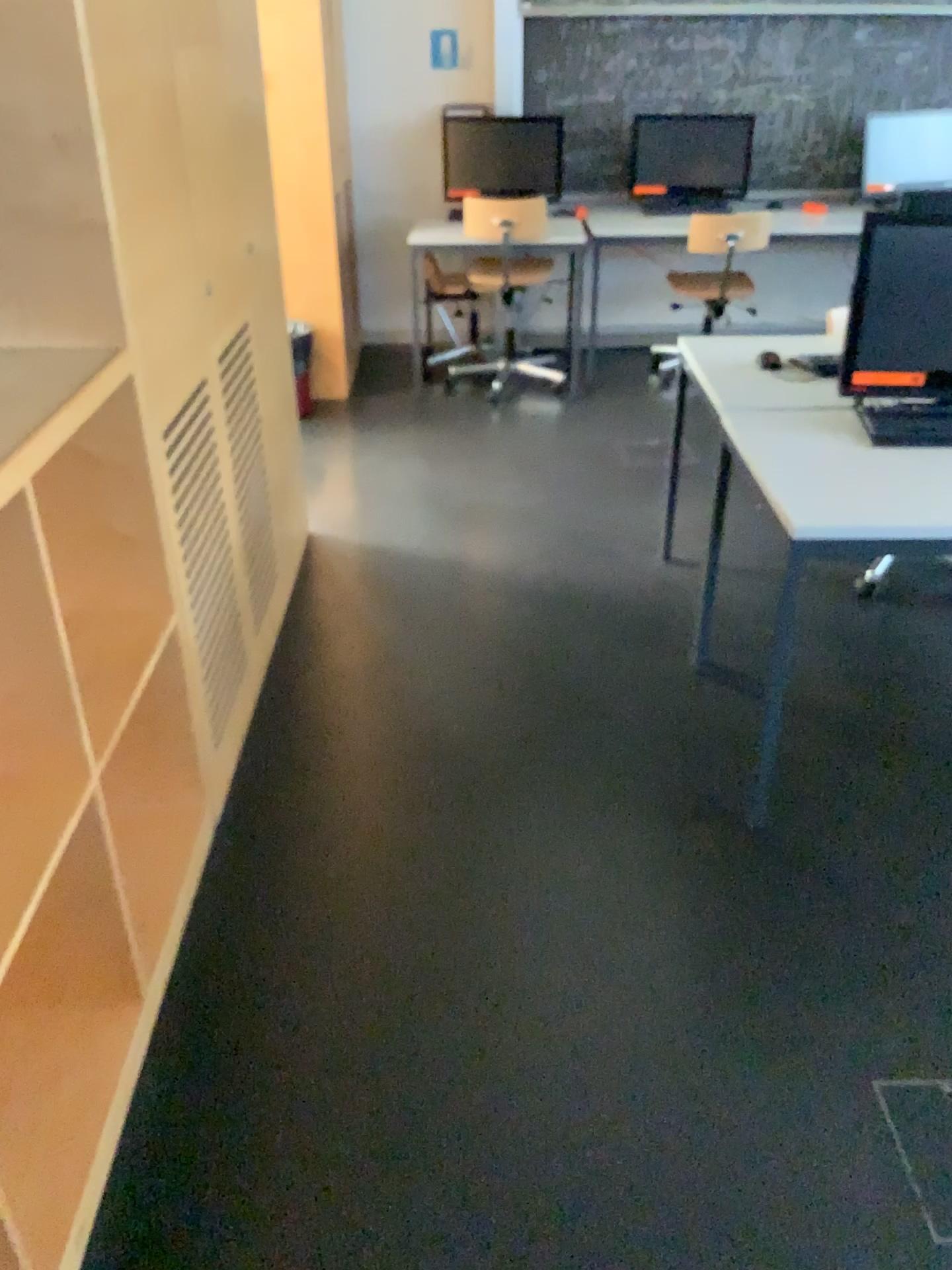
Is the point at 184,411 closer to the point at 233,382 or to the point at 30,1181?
the point at 233,382

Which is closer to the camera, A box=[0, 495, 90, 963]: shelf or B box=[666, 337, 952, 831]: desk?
A box=[0, 495, 90, 963]: shelf

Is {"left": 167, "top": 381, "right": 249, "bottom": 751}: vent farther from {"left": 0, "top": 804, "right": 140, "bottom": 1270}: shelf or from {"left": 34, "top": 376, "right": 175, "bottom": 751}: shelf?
{"left": 0, "top": 804, "right": 140, "bottom": 1270}: shelf

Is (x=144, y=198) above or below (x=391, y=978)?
above

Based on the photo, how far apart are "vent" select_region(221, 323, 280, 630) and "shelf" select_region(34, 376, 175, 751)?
0.8m

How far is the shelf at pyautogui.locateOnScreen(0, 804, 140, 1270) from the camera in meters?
1.6

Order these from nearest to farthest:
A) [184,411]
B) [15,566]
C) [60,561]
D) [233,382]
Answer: [15,566], [60,561], [184,411], [233,382]

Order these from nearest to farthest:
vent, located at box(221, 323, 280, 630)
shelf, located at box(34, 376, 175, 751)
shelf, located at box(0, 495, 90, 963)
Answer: shelf, located at box(0, 495, 90, 963) < shelf, located at box(34, 376, 175, 751) < vent, located at box(221, 323, 280, 630)

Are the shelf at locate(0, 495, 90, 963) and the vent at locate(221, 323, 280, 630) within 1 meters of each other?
no

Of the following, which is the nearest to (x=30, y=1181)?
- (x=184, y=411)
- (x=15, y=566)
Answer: (x=15, y=566)
